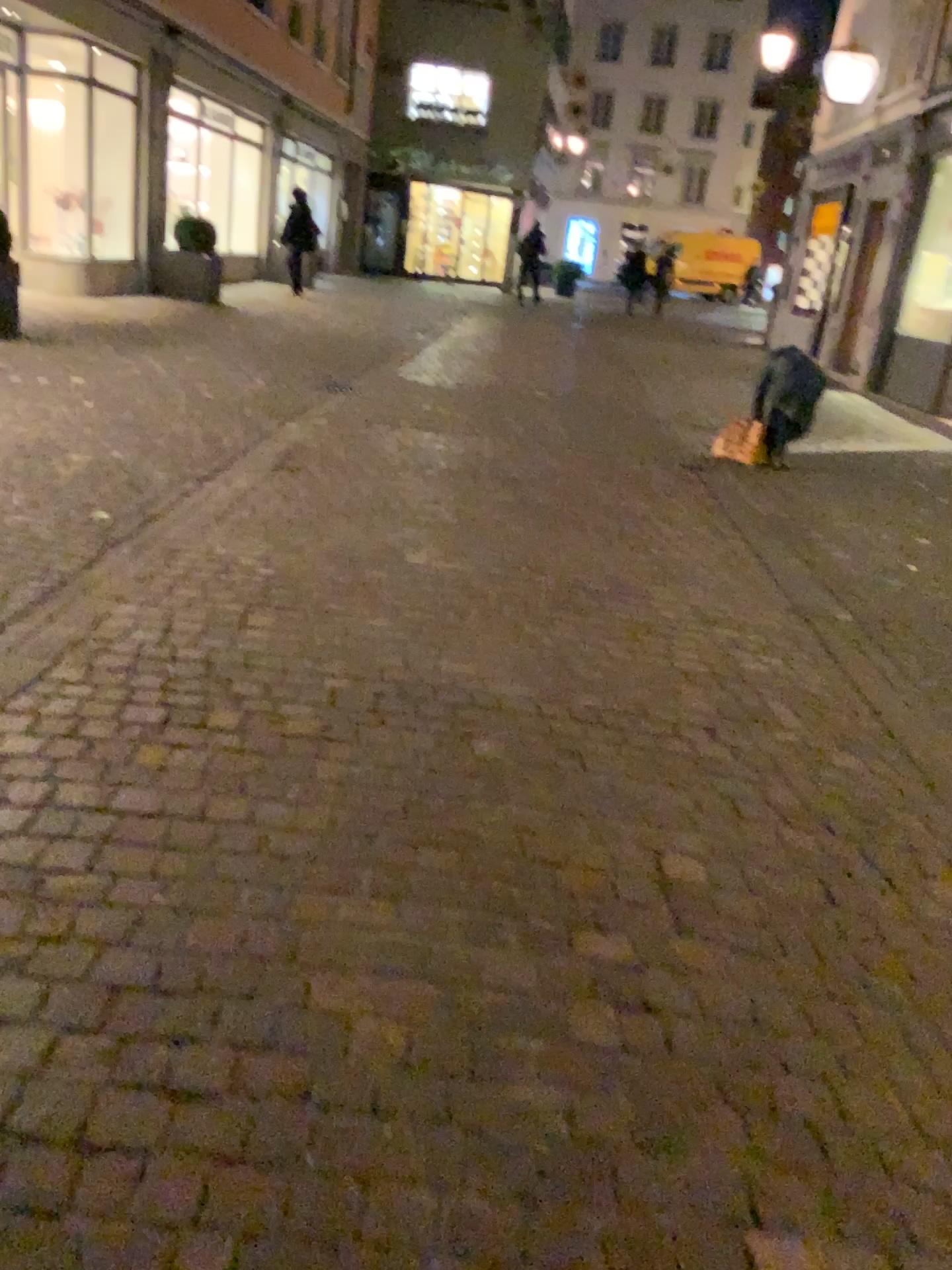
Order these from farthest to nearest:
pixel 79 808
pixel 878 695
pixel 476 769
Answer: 1. pixel 878 695
2. pixel 476 769
3. pixel 79 808
